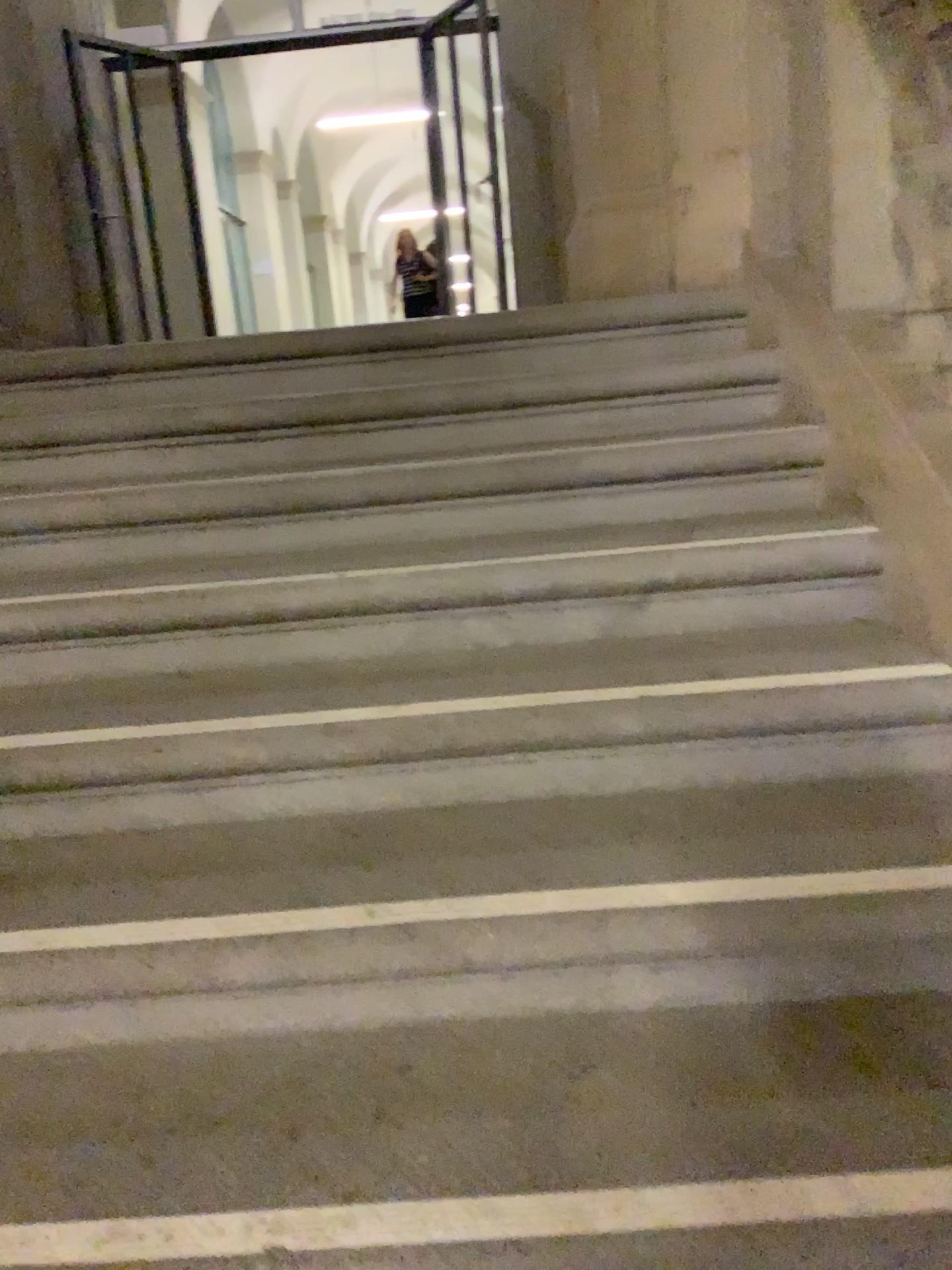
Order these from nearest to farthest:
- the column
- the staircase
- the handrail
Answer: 1. the staircase
2. the handrail
3. the column

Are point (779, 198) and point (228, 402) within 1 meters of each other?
no

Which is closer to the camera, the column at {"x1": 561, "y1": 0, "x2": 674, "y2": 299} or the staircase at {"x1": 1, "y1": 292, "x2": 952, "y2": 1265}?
the staircase at {"x1": 1, "y1": 292, "x2": 952, "y2": 1265}

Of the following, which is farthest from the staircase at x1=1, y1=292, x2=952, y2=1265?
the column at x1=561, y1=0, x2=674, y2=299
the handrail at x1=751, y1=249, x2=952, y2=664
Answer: the column at x1=561, y1=0, x2=674, y2=299

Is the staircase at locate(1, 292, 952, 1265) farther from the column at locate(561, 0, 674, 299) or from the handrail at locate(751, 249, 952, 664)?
the column at locate(561, 0, 674, 299)

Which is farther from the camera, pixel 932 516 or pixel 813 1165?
pixel 932 516

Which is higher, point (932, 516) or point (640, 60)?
point (640, 60)

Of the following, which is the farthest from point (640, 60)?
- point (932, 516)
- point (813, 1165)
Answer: point (813, 1165)

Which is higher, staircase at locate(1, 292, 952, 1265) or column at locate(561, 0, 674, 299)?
column at locate(561, 0, 674, 299)

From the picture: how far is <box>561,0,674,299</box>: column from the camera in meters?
2.6
